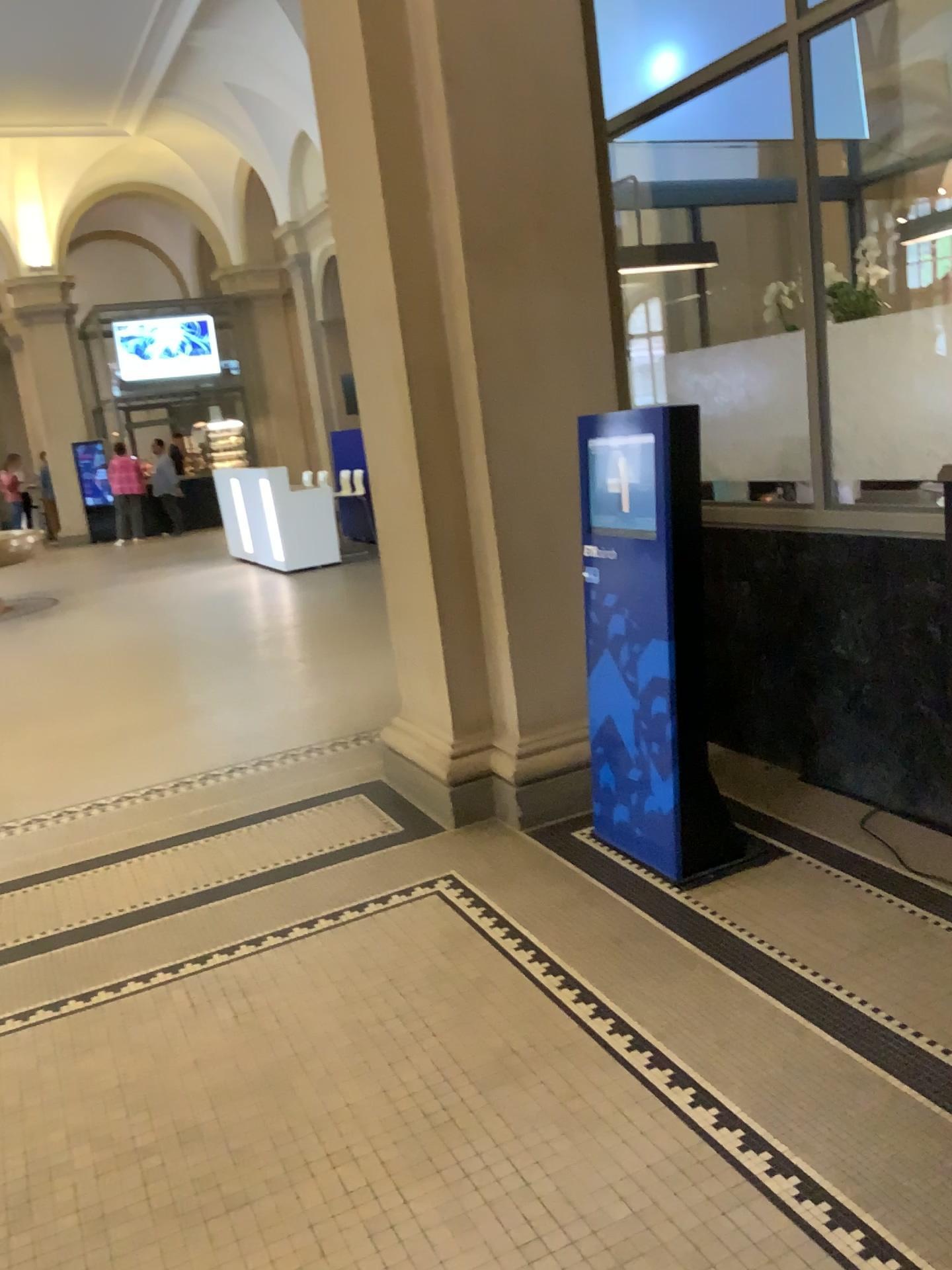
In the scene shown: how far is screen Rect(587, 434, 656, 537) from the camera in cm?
306

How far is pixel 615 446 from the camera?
3.06m

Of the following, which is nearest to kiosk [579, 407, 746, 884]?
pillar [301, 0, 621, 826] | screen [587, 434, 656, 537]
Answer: screen [587, 434, 656, 537]

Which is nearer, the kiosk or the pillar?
the kiosk

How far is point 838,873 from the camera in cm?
312

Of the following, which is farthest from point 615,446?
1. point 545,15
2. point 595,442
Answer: point 545,15

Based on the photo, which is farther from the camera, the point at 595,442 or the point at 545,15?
the point at 545,15

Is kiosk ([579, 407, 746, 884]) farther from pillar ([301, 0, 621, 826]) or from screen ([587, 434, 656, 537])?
pillar ([301, 0, 621, 826])
